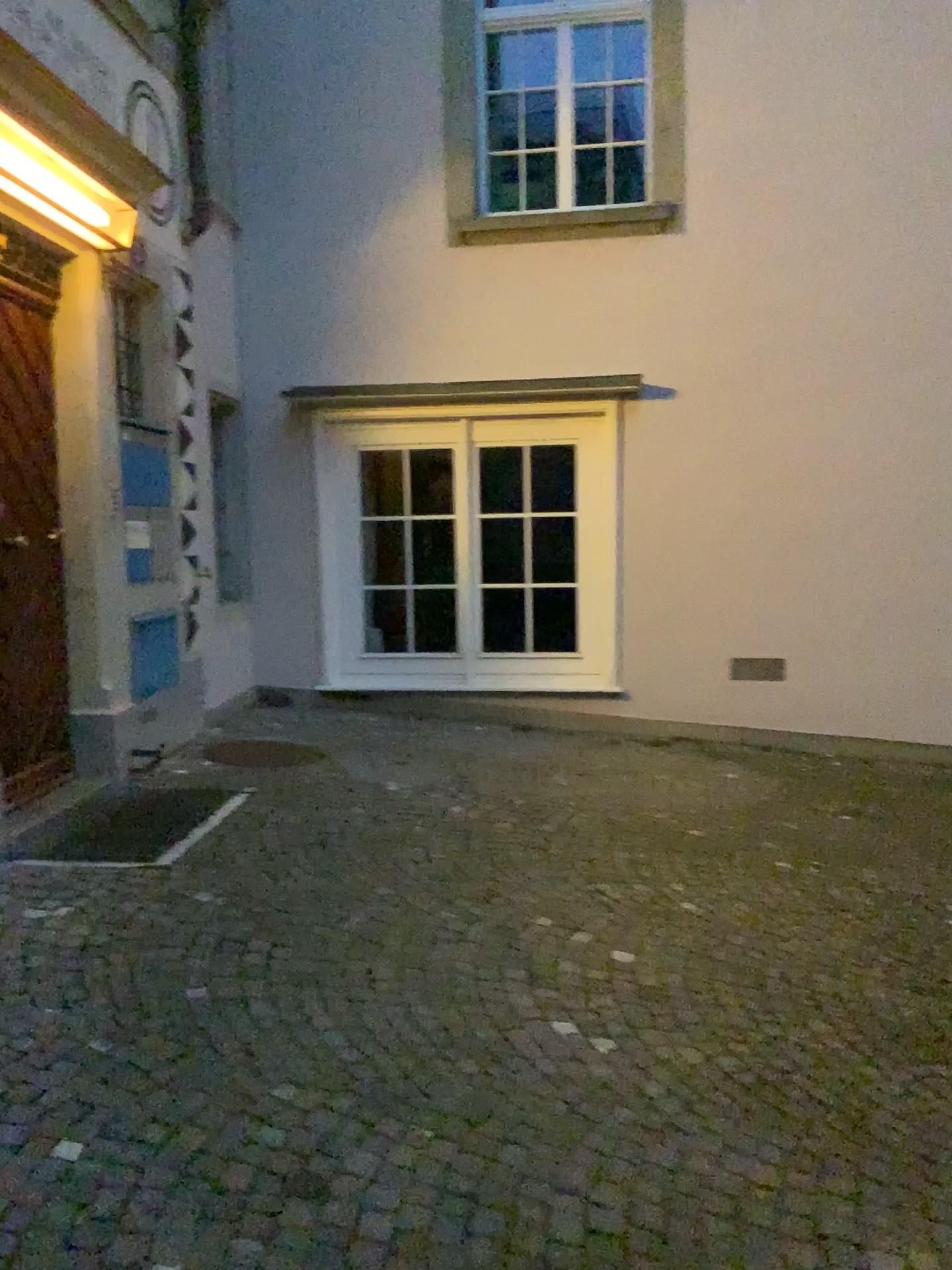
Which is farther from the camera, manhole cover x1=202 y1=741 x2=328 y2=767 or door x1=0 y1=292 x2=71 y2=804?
manhole cover x1=202 y1=741 x2=328 y2=767

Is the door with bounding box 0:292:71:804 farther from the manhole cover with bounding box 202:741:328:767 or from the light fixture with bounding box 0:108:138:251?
the manhole cover with bounding box 202:741:328:767

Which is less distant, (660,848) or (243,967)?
(243,967)

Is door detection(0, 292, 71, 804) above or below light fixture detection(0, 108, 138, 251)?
below

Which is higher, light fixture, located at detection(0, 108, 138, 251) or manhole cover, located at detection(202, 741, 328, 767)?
light fixture, located at detection(0, 108, 138, 251)

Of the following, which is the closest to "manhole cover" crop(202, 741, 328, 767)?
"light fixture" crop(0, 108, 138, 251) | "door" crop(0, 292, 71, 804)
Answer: "door" crop(0, 292, 71, 804)

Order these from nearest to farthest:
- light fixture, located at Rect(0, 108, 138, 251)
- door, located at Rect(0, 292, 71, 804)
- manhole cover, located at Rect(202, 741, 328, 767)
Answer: light fixture, located at Rect(0, 108, 138, 251) < door, located at Rect(0, 292, 71, 804) < manhole cover, located at Rect(202, 741, 328, 767)

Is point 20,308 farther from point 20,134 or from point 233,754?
point 233,754

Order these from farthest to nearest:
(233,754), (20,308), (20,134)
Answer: (233,754) → (20,308) → (20,134)

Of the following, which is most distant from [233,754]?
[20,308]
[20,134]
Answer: [20,134]
